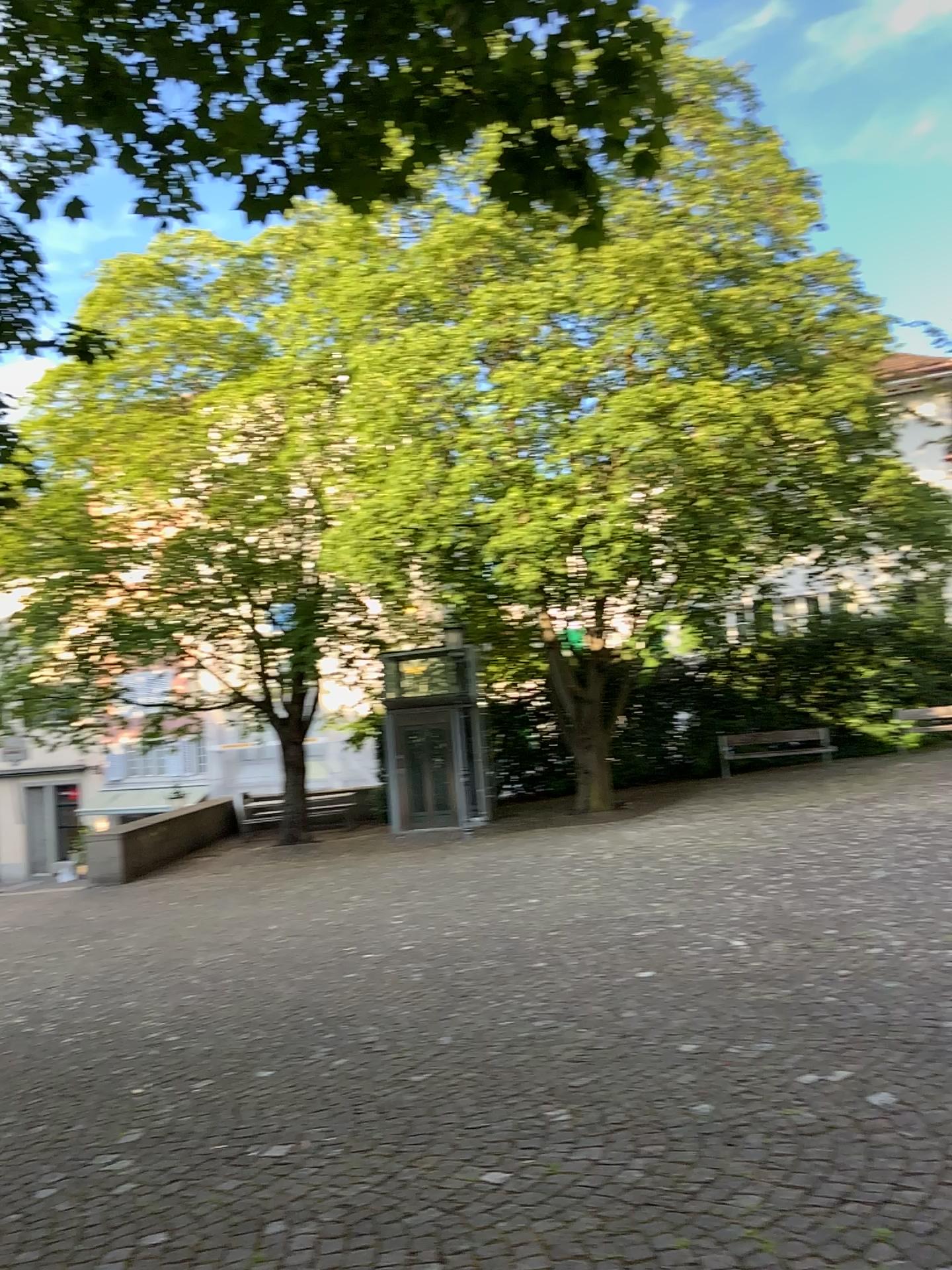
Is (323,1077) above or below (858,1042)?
below
